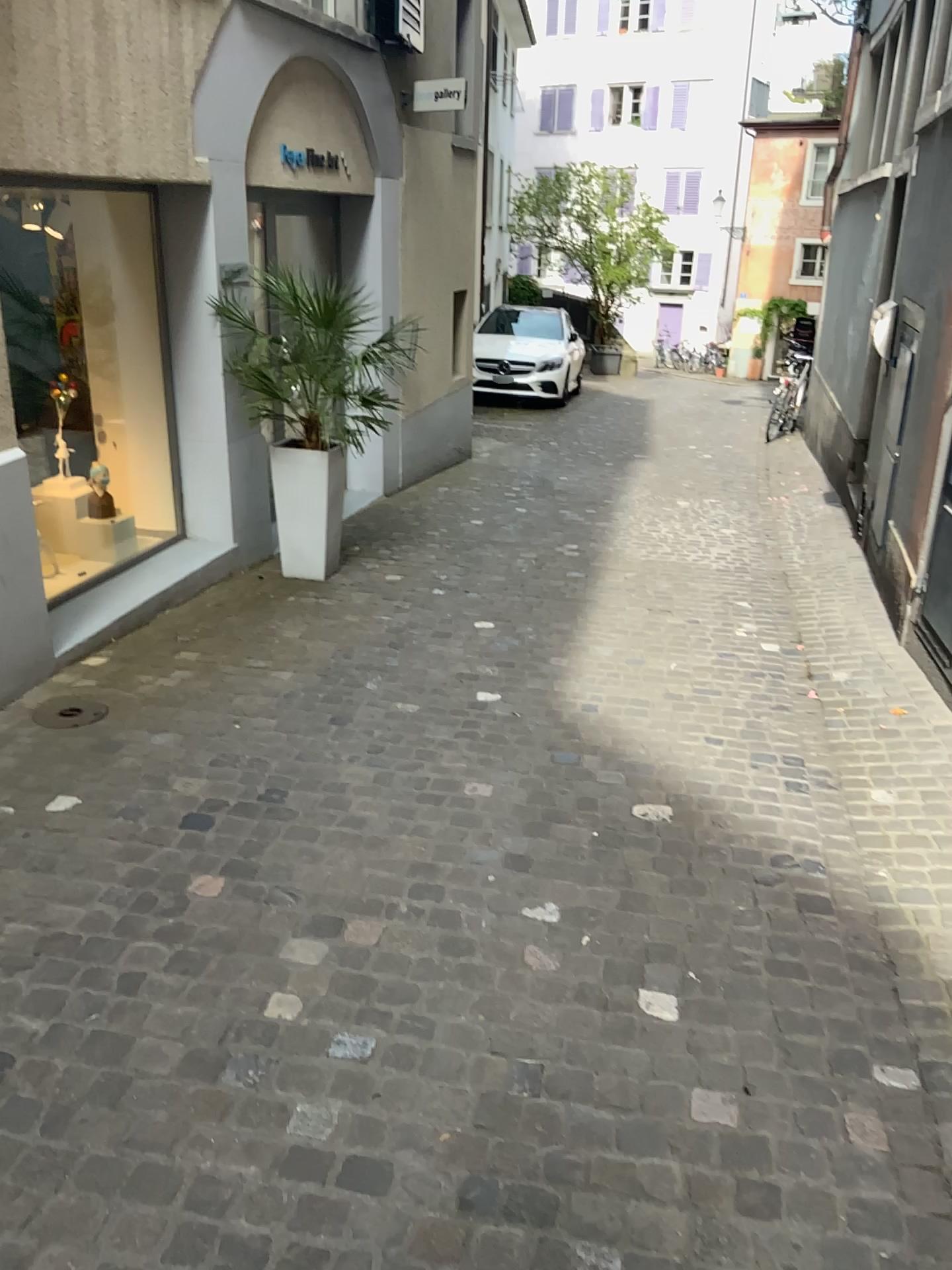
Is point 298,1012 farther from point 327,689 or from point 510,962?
point 327,689
